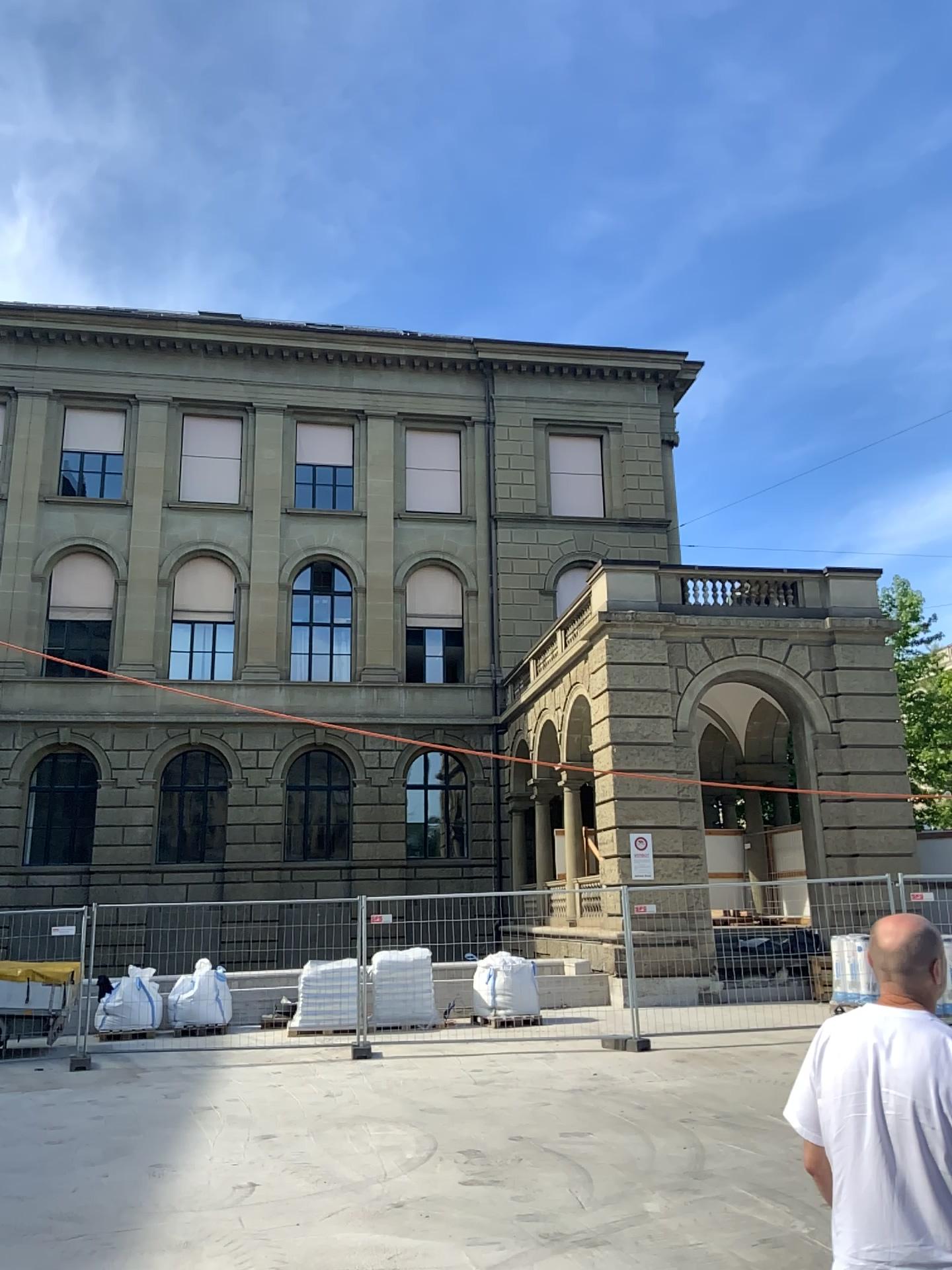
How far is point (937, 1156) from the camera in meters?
2.3 m

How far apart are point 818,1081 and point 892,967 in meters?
0.3

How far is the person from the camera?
2.31m
